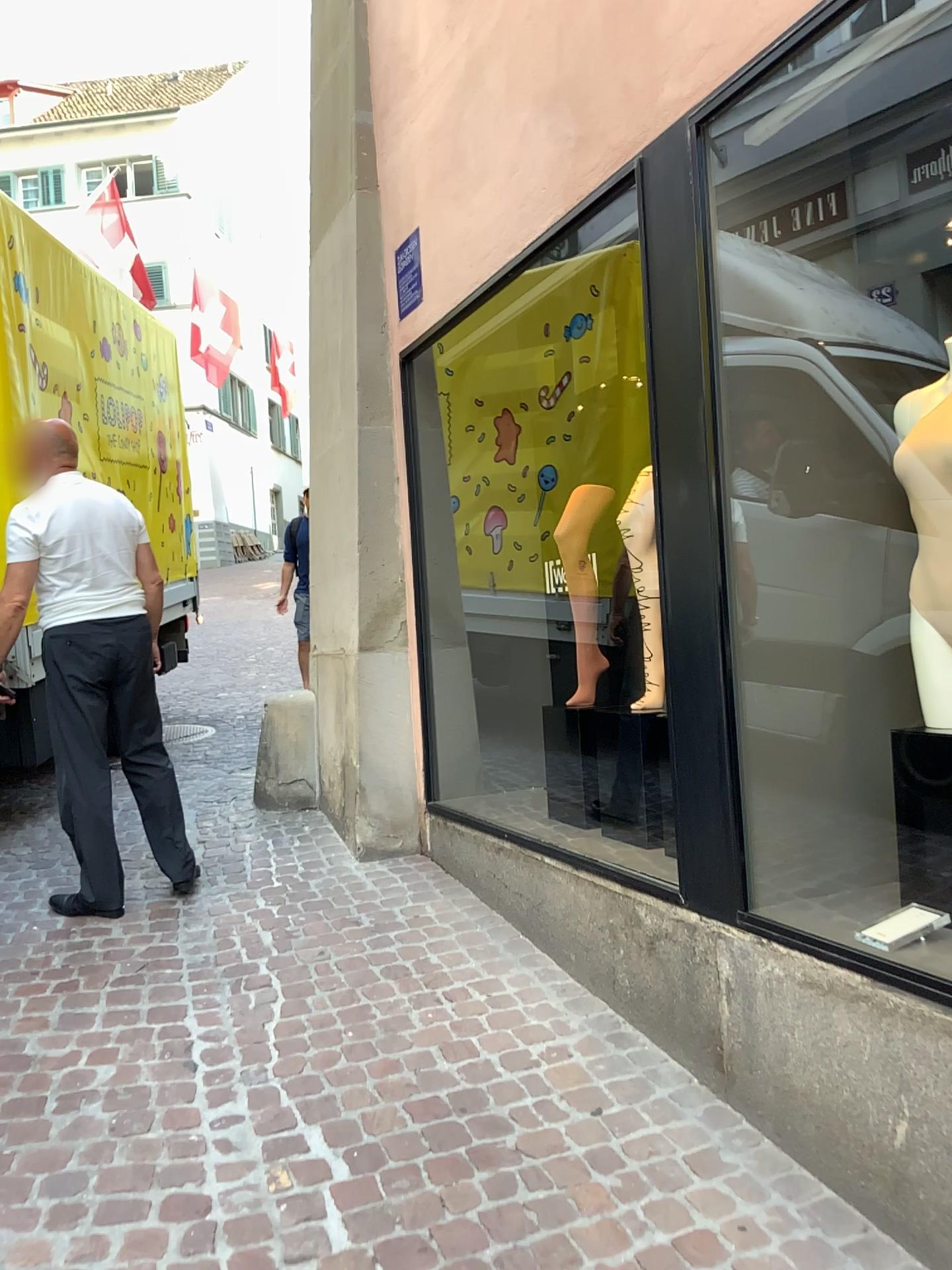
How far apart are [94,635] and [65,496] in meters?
0.5 m

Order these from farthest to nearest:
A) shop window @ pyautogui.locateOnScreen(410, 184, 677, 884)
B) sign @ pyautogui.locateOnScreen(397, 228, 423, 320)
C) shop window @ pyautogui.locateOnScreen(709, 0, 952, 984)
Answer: sign @ pyautogui.locateOnScreen(397, 228, 423, 320)
shop window @ pyautogui.locateOnScreen(410, 184, 677, 884)
shop window @ pyautogui.locateOnScreen(709, 0, 952, 984)

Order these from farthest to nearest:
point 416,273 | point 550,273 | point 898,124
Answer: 1. point 416,273
2. point 550,273
3. point 898,124

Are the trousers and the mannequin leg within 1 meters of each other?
no

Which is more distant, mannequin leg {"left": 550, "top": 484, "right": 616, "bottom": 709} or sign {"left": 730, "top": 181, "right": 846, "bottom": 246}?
mannequin leg {"left": 550, "top": 484, "right": 616, "bottom": 709}

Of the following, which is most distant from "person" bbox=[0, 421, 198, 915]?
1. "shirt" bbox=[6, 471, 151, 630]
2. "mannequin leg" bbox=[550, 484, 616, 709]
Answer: "mannequin leg" bbox=[550, 484, 616, 709]

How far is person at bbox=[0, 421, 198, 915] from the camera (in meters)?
3.51

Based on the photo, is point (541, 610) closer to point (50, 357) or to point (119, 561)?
point (119, 561)

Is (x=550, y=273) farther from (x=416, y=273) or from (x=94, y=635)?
(x=94, y=635)

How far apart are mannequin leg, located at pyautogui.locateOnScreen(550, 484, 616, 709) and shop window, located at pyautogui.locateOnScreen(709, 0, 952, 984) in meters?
1.0
